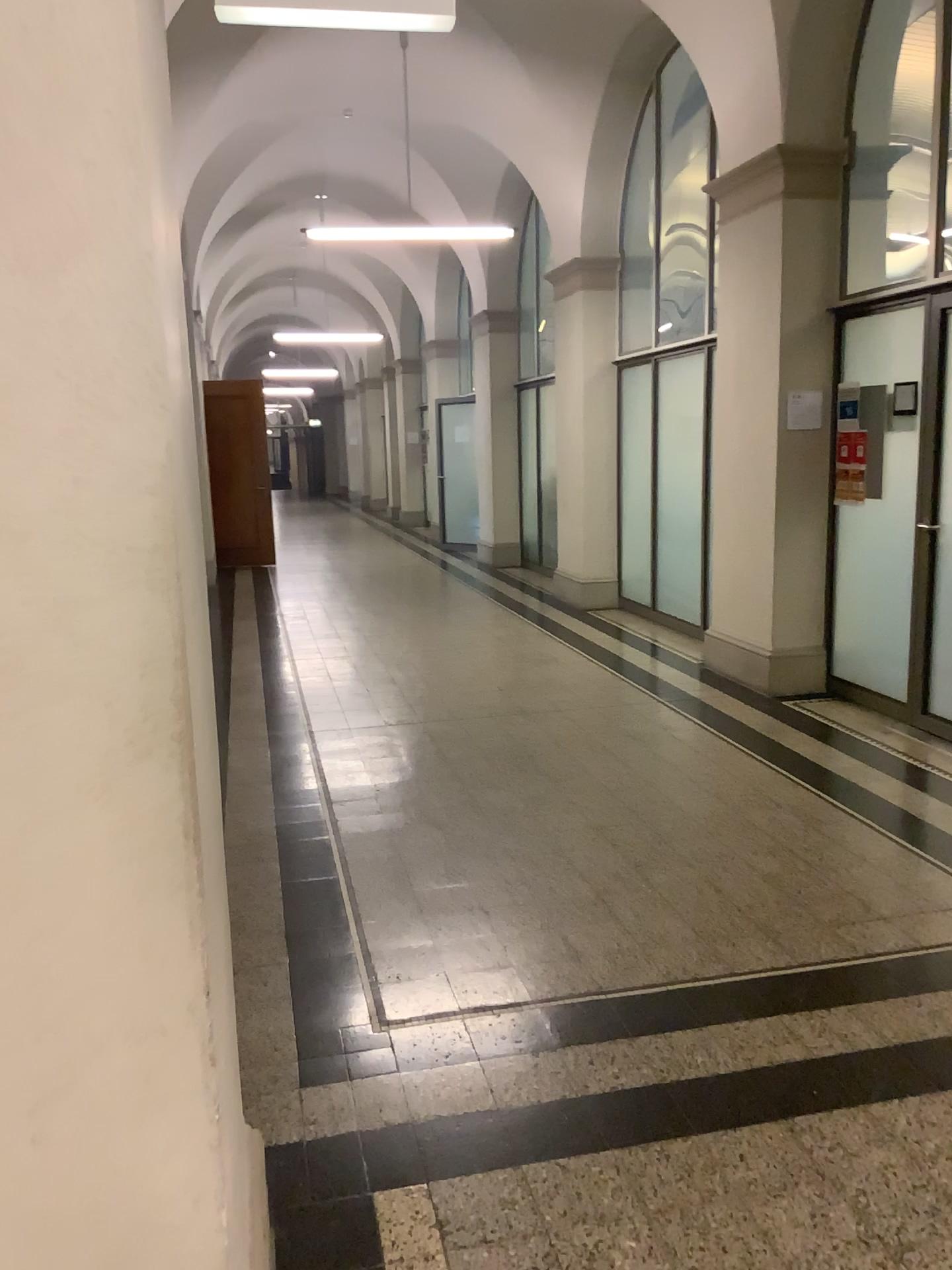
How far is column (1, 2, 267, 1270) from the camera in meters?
1.0 m

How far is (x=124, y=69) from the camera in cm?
99

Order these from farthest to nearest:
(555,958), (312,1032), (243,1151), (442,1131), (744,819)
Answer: (744,819), (555,958), (312,1032), (442,1131), (243,1151)
